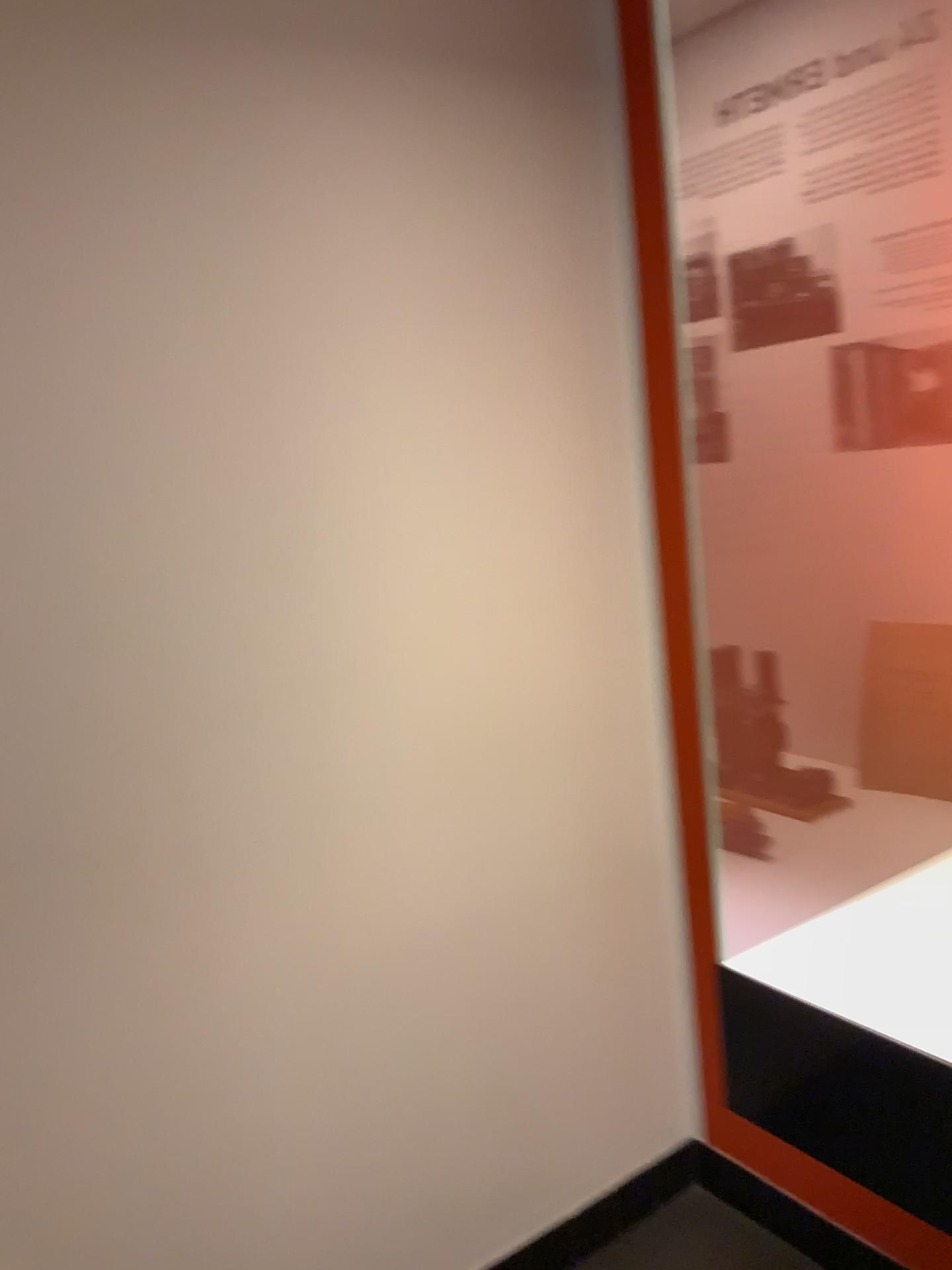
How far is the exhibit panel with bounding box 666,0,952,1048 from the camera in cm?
137

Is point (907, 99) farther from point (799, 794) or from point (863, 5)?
point (799, 794)

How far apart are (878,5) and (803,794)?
1.1 meters

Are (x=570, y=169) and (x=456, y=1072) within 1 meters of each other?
no

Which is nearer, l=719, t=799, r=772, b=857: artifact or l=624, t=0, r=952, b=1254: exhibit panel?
l=624, t=0, r=952, b=1254: exhibit panel

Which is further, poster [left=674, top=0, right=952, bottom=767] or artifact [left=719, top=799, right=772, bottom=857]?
artifact [left=719, top=799, right=772, bottom=857]

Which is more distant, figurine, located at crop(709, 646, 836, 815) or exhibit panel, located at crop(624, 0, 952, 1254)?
figurine, located at crop(709, 646, 836, 815)

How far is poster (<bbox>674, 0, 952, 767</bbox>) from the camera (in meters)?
1.36

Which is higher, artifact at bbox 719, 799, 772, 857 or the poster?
the poster

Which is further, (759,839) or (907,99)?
(759,839)
